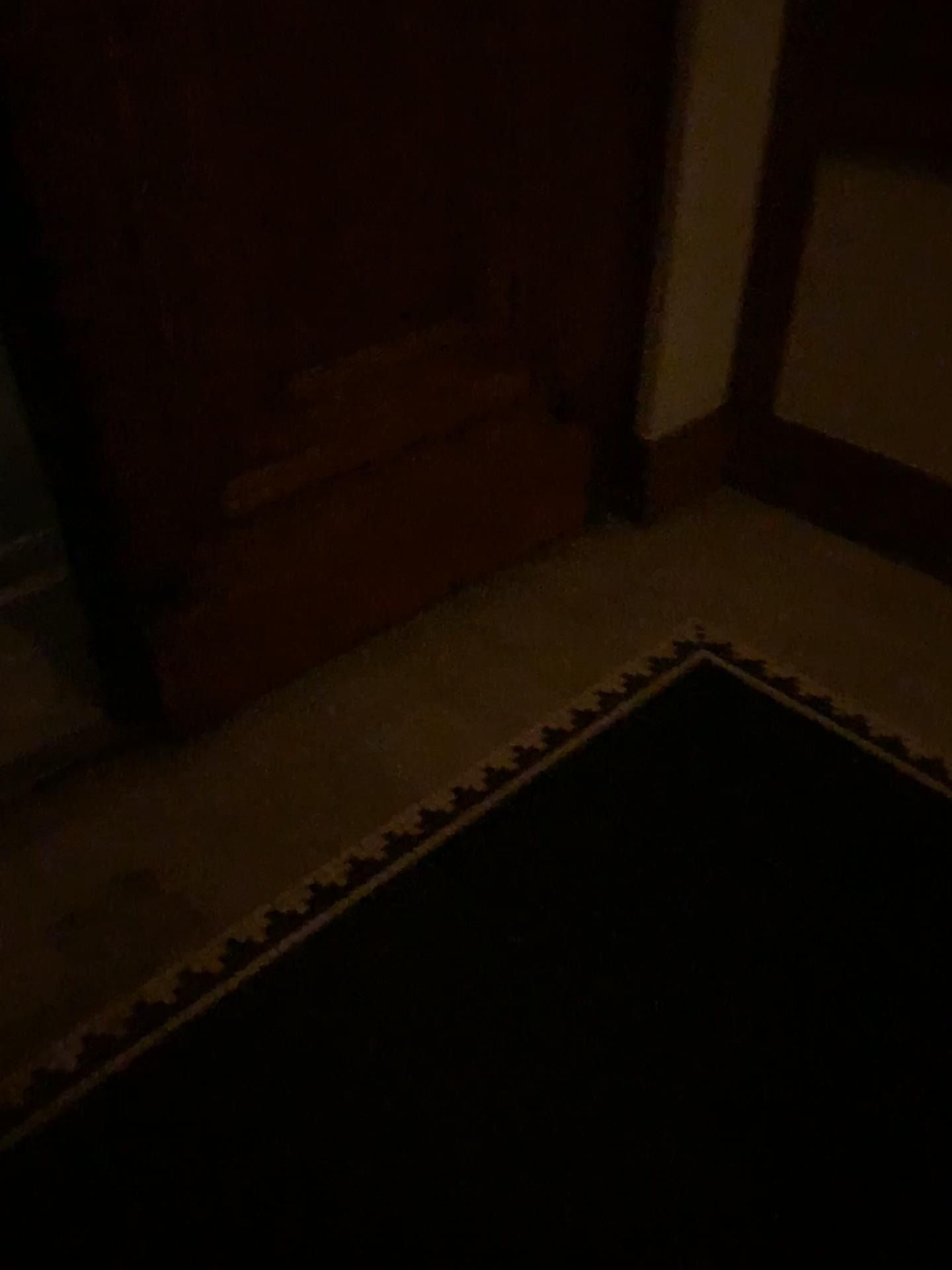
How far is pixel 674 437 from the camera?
2.6 meters

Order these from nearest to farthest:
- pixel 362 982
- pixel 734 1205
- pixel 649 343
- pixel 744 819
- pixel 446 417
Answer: pixel 734 1205, pixel 362 982, pixel 744 819, pixel 446 417, pixel 649 343

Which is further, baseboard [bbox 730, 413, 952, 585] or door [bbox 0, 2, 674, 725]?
baseboard [bbox 730, 413, 952, 585]

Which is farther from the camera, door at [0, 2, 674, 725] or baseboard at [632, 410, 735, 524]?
baseboard at [632, 410, 735, 524]

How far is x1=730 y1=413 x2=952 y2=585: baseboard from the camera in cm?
247

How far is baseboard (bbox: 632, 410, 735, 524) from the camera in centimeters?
257cm

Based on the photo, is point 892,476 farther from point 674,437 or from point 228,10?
point 228,10

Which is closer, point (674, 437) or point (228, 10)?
point (228, 10)
